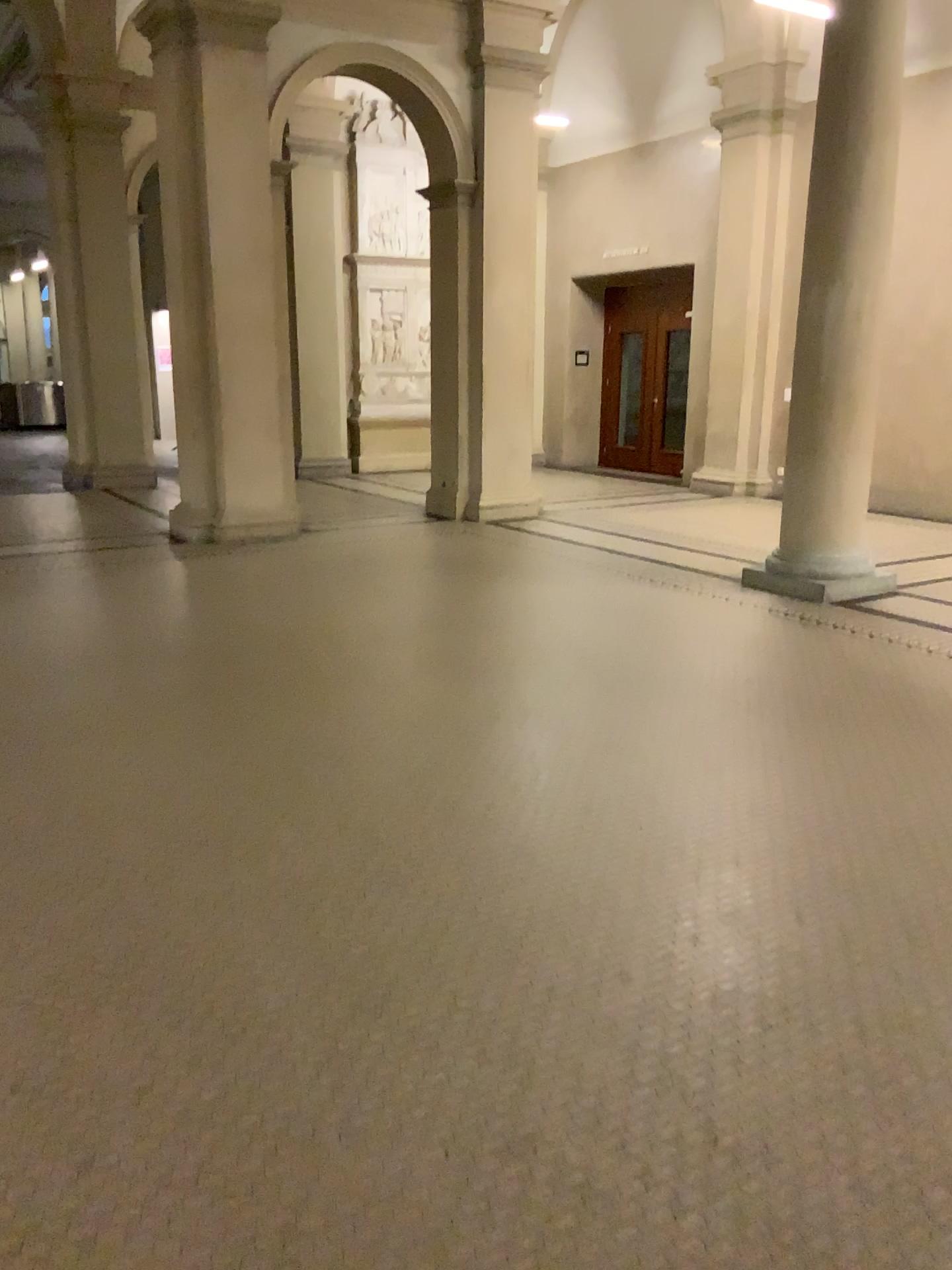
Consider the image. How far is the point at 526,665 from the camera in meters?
5.2 m
